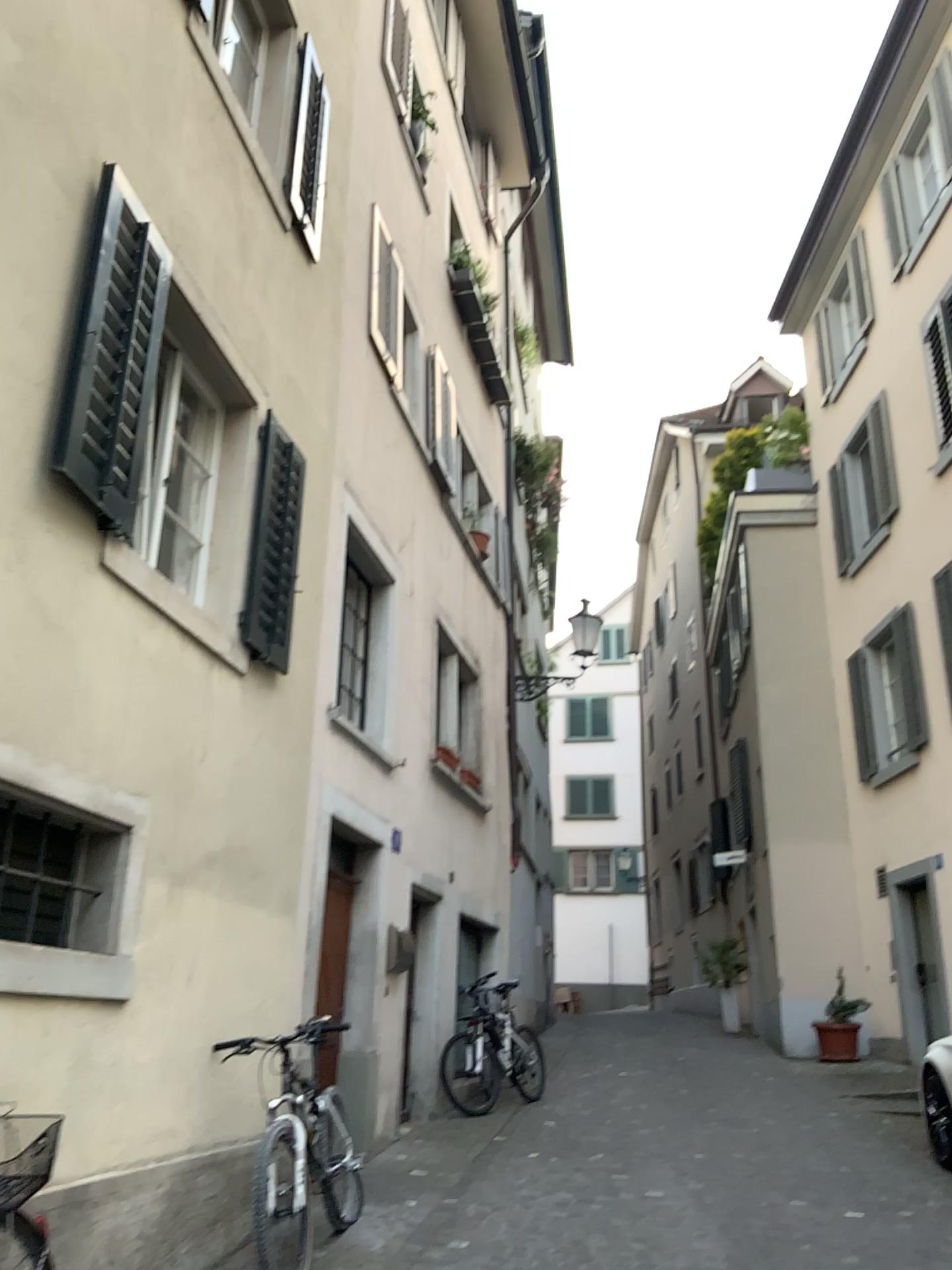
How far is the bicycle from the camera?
3.27m

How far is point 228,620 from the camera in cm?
505

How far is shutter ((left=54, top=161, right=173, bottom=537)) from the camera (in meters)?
3.78

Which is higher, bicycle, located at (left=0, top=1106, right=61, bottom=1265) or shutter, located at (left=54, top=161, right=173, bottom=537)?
shutter, located at (left=54, top=161, right=173, bottom=537)

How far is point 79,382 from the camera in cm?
378

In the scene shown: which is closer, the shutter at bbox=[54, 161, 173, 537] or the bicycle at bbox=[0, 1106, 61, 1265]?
the bicycle at bbox=[0, 1106, 61, 1265]

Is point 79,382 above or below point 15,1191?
above

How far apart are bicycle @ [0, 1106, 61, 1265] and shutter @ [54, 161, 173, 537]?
2.0m

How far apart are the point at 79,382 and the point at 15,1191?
2.7 meters
